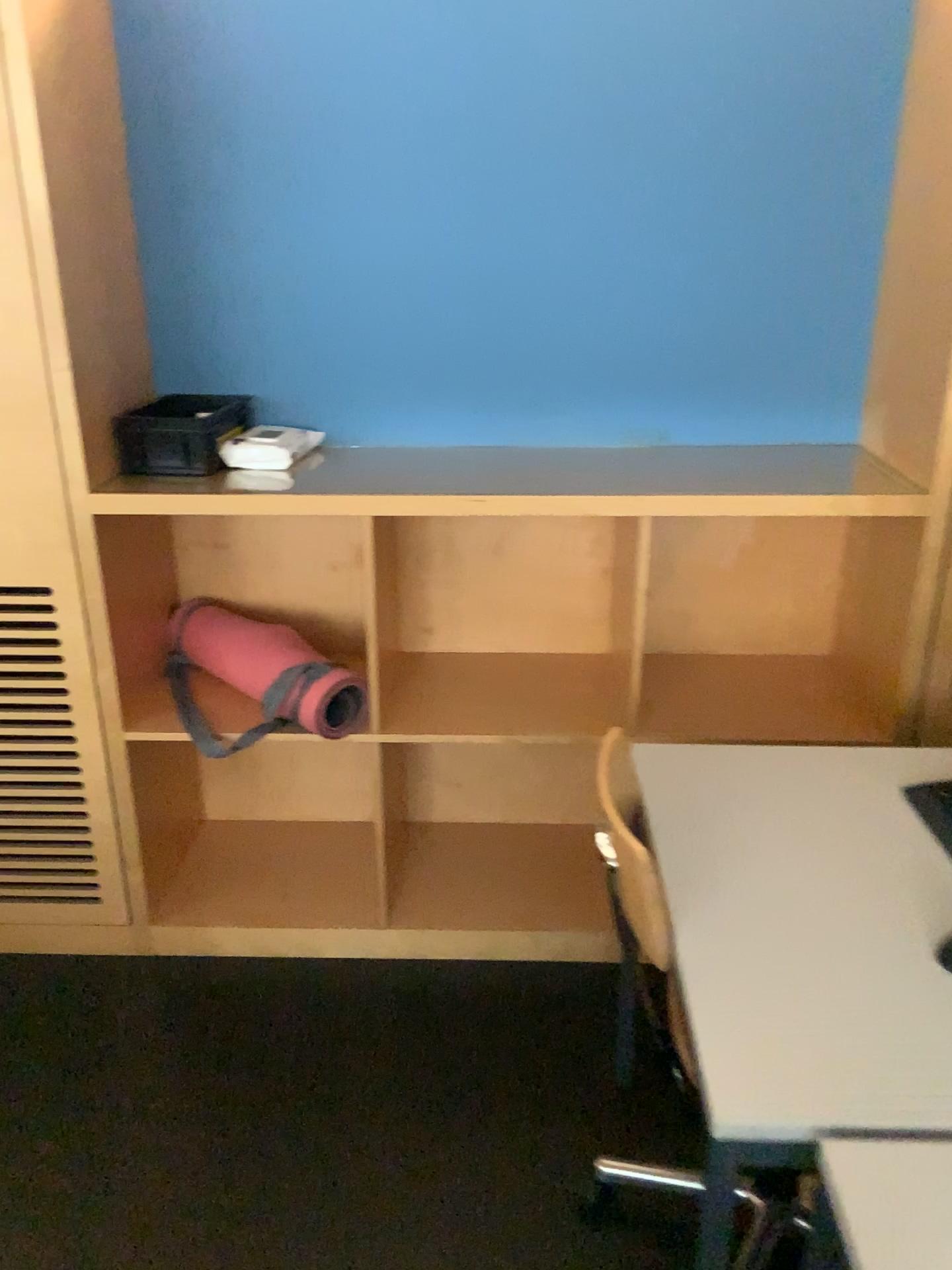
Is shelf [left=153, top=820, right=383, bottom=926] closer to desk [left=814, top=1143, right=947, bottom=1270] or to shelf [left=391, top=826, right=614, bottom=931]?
shelf [left=391, top=826, right=614, bottom=931]

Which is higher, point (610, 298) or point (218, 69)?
point (218, 69)

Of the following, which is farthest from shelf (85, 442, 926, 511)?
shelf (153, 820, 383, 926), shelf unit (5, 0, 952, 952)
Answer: shelf (153, 820, 383, 926)

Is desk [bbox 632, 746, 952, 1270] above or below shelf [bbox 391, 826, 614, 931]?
above

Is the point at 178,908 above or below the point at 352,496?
below

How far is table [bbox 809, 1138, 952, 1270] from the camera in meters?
0.9

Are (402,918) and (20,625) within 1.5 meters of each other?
yes

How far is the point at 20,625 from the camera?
2.1 meters

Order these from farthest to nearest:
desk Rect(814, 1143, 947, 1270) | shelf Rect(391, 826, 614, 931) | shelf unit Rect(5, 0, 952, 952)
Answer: shelf Rect(391, 826, 614, 931) < shelf unit Rect(5, 0, 952, 952) < desk Rect(814, 1143, 947, 1270)

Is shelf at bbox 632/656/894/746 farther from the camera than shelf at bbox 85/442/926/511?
Yes
